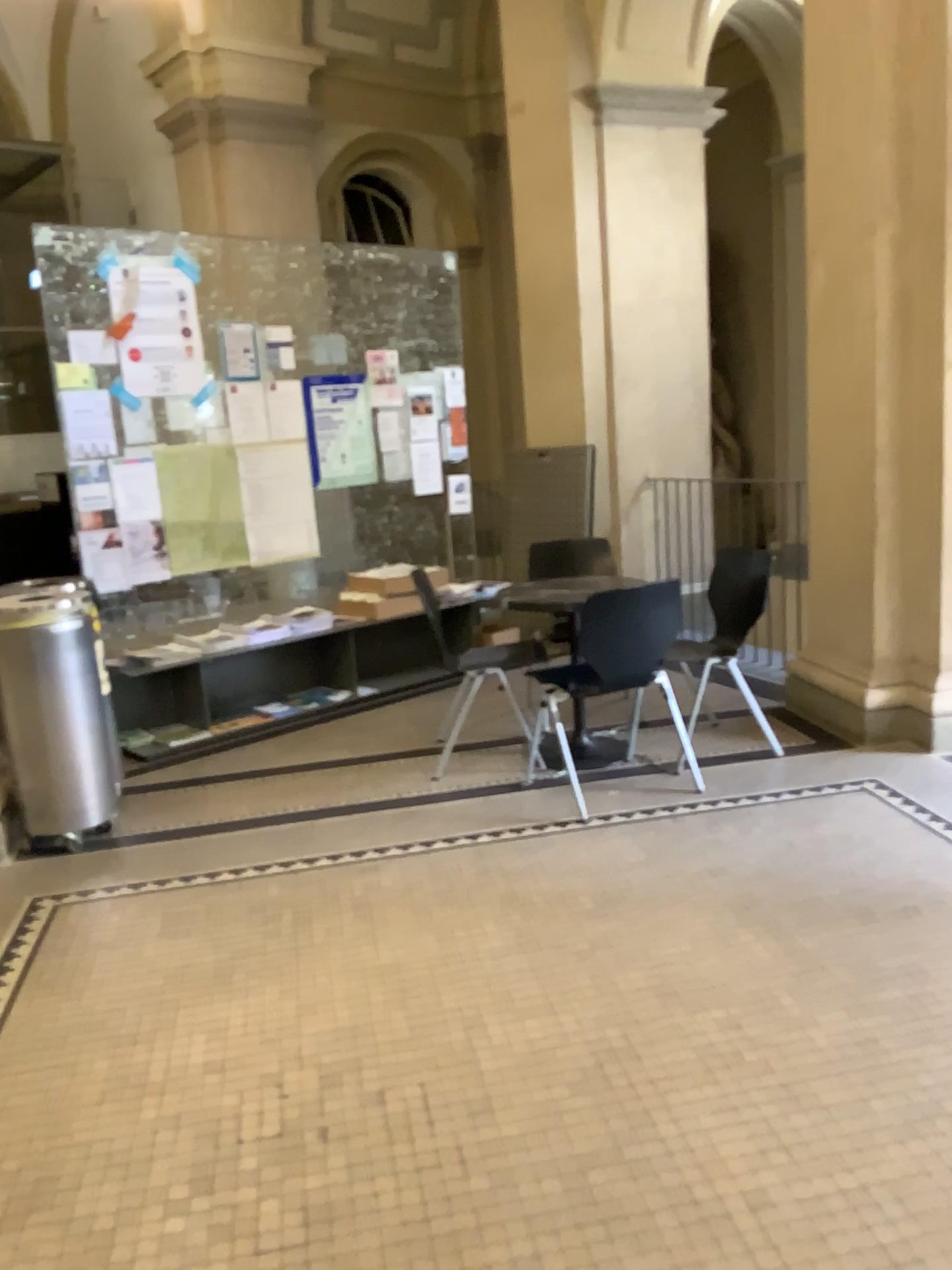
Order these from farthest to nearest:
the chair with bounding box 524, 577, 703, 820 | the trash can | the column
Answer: the chair with bounding box 524, 577, 703, 820 → the column → the trash can

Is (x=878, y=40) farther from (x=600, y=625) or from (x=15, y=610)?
(x=15, y=610)

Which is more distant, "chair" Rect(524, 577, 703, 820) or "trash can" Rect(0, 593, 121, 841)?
"chair" Rect(524, 577, 703, 820)

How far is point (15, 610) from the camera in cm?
357

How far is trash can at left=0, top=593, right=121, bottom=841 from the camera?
3.57m

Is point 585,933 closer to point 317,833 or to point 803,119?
point 317,833

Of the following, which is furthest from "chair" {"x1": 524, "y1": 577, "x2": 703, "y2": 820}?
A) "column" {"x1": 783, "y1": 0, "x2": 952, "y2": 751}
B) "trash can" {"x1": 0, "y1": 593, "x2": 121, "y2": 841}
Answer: "trash can" {"x1": 0, "y1": 593, "x2": 121, "y2": 841}

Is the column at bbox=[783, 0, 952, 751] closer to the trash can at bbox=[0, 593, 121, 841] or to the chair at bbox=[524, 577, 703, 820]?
the chair at bbox=[524, 577, 703, 820]

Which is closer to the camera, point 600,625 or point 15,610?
point 15,610
